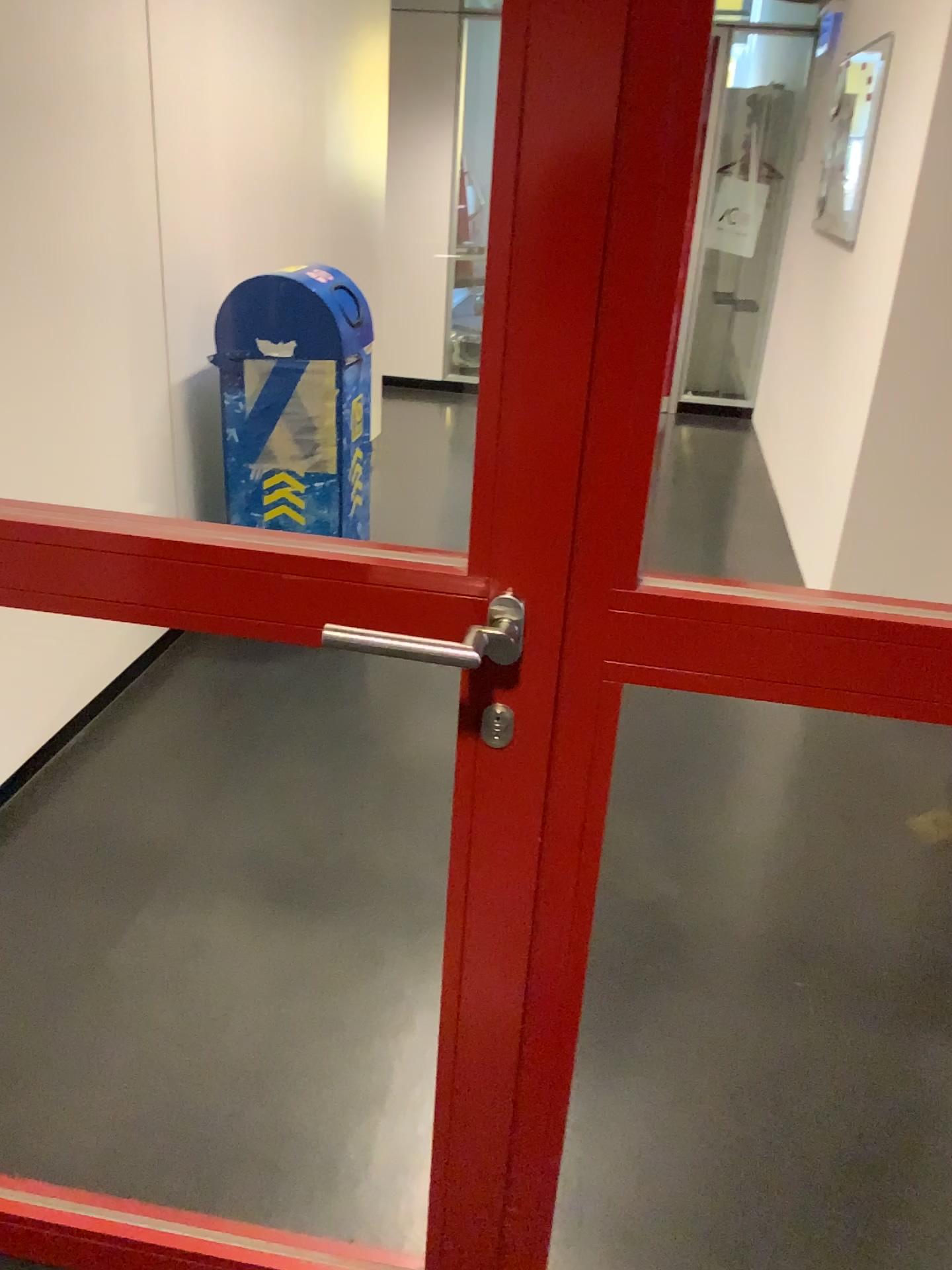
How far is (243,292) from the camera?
3.0 meters

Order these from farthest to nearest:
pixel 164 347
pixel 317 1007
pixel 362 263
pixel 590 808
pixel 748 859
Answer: pixel 362 263 → pixel 164 347 → pixel 748 859 → pixel 317 1007 → pixel 590 808

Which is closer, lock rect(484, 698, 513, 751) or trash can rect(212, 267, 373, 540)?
lock rect(484, 698, 513, 751)

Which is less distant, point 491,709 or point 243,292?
point 491,709

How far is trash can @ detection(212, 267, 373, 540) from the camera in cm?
303
